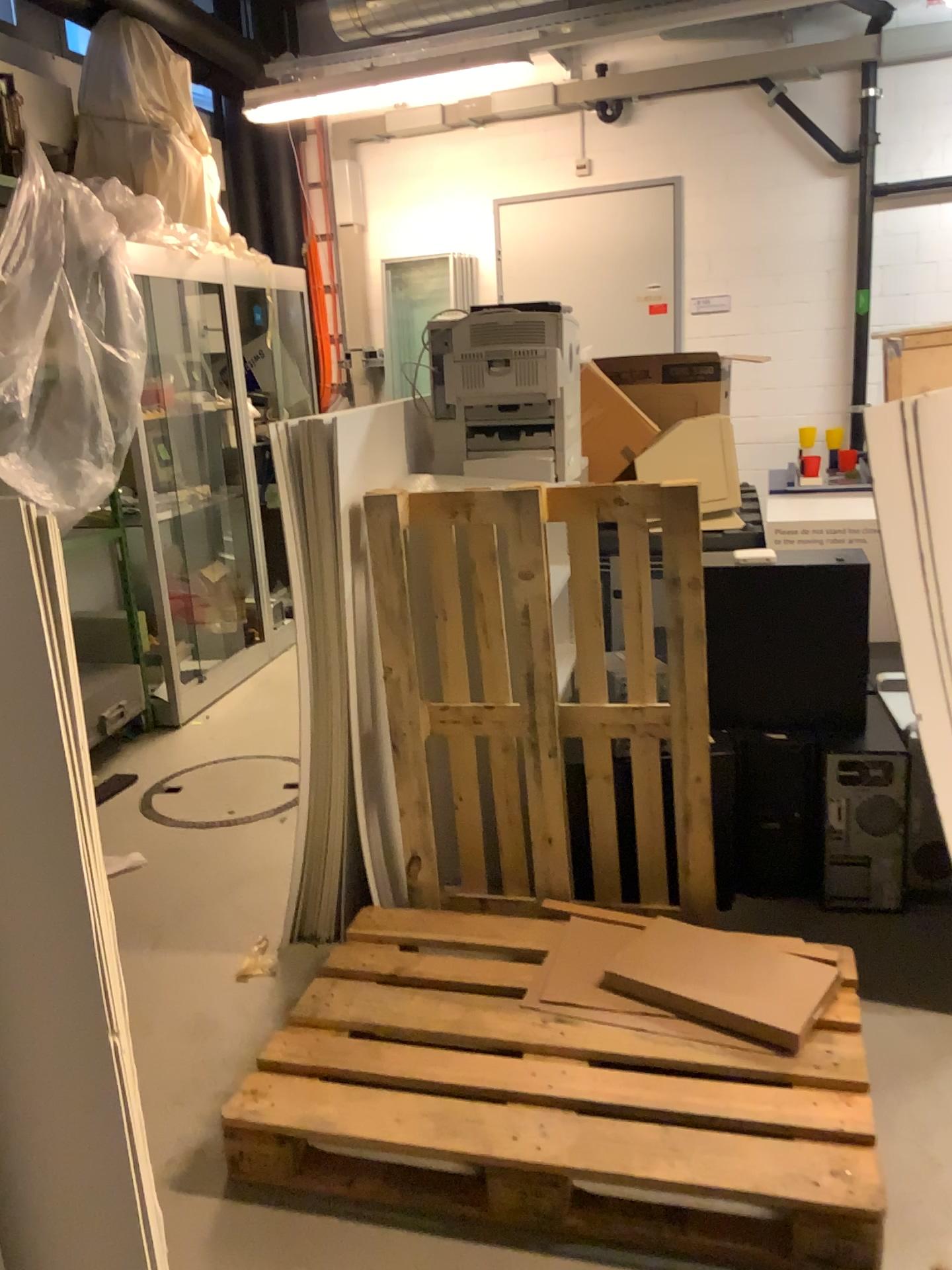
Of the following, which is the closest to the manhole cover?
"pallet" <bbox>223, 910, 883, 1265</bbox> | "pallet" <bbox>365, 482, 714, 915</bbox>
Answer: "pallet" <bbox>365, 482, 714, 915</bbox>

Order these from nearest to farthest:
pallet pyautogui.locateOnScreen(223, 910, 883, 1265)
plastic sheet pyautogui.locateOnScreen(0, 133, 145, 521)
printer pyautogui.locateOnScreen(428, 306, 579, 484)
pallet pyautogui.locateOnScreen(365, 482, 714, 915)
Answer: pallet pyautogui.locateOnScreen(223, 910, 883, 1265)
pallet pyautogui.locateOnScreen(365, 482, 714, 915)
printer pyautogui.locateOnScreen(428, 306, 579, 484)
plastic sheet pyautogui.locateOnScreen(0, 133, 145, 521)

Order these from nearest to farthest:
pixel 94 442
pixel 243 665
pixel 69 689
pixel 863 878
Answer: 1. pixel 69 689
2. pixel 863 878
3. pixel 94 442
4. pixel 243 665

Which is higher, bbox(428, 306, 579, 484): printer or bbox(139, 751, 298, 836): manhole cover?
bbox(428, 306, 579, 484): printer

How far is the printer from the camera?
2.9m

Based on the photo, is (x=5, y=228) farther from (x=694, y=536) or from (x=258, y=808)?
(x=694, y=536)

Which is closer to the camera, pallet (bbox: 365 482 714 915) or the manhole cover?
pallet (bbox: 365 482 714 915)

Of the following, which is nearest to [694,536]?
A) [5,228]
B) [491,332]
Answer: [491,332]

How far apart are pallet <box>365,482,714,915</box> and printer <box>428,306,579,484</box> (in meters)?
0.38

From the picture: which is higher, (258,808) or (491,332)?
(491,332)
